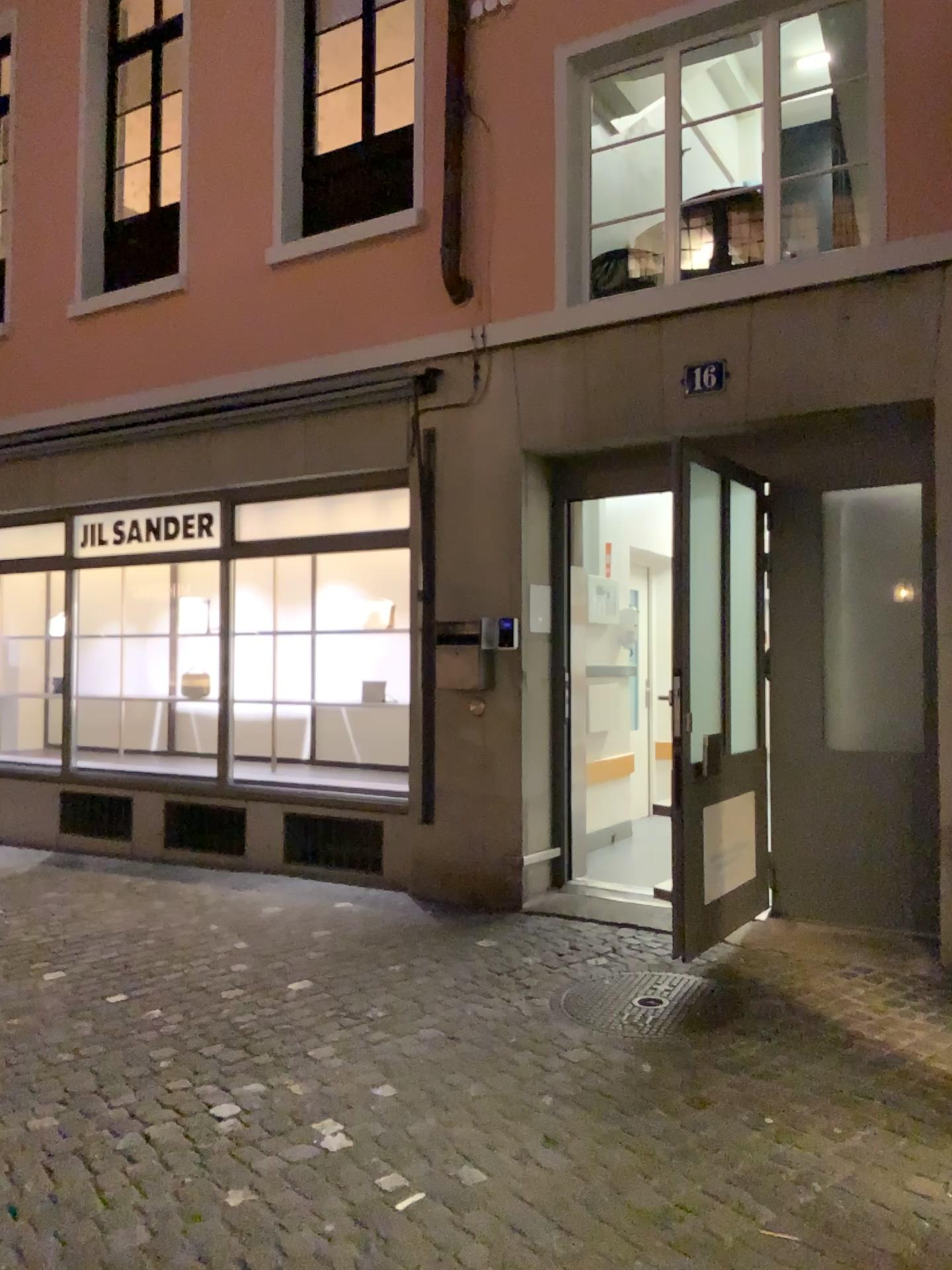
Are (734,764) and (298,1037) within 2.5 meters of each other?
yes
